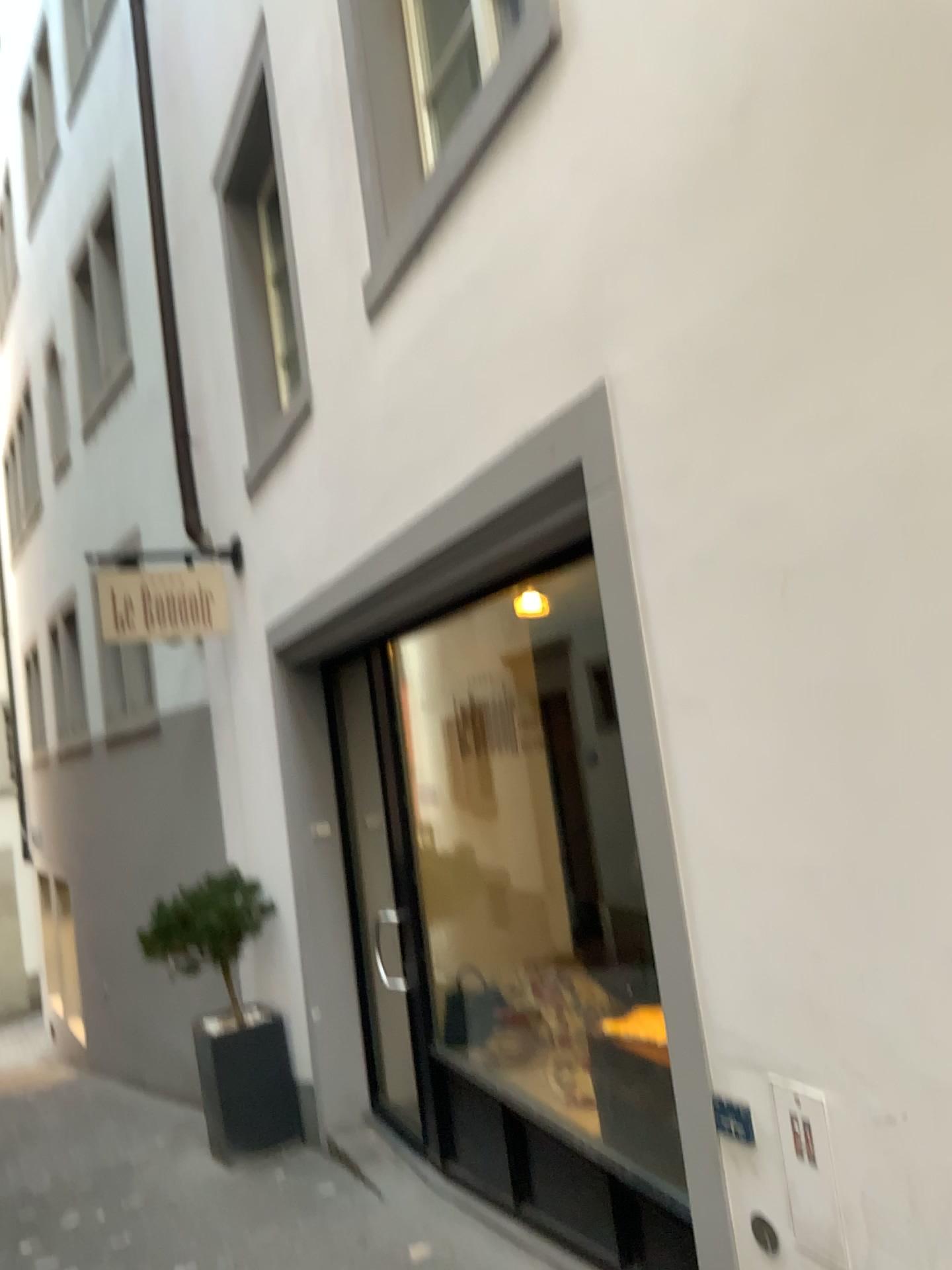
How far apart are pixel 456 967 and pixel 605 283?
3.29m
